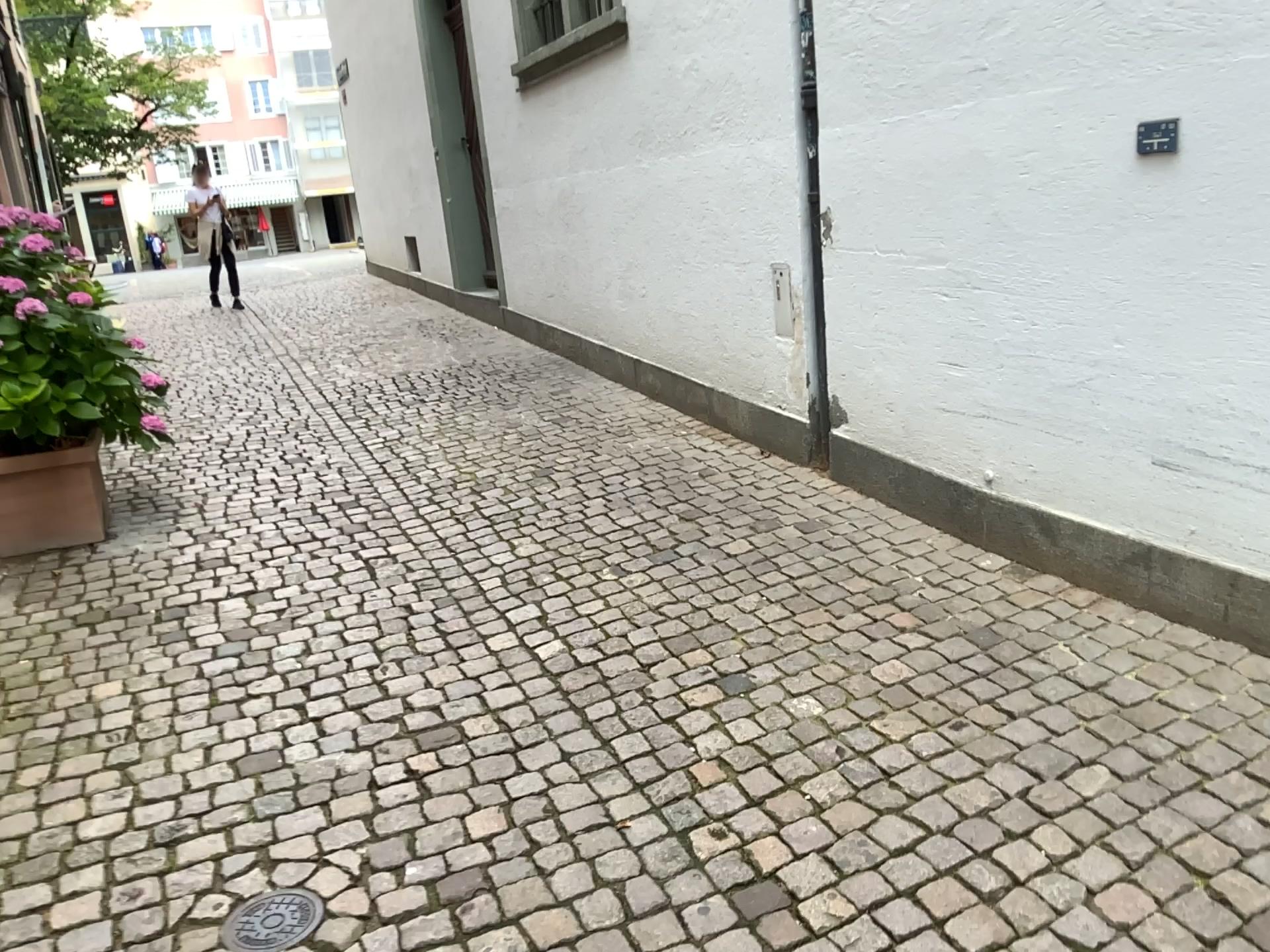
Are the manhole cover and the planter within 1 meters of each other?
no

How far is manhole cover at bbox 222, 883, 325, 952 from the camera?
1.97m

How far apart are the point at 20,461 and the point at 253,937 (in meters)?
2.79

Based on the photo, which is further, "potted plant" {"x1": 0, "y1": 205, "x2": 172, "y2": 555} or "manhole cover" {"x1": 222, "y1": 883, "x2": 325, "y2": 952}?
"potted plant" {"x1": 0, "y1": 205, "x2": 172, "y2": 555}

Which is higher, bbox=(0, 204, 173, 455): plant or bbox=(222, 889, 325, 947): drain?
bbox=(0, 204, 173, 455): plant

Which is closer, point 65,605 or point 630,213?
point 65,605

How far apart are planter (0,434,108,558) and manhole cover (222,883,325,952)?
2.6 meters

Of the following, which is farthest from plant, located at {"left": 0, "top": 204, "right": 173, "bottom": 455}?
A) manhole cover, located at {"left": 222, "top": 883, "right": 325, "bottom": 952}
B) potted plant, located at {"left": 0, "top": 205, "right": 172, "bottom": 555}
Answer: manhole cover, located at {"left": 222, "top": 883, "right": 325, "bottom": 952}

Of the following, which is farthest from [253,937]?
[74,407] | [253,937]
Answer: [74,407]

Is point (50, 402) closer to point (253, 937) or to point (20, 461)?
point (20, 461)
